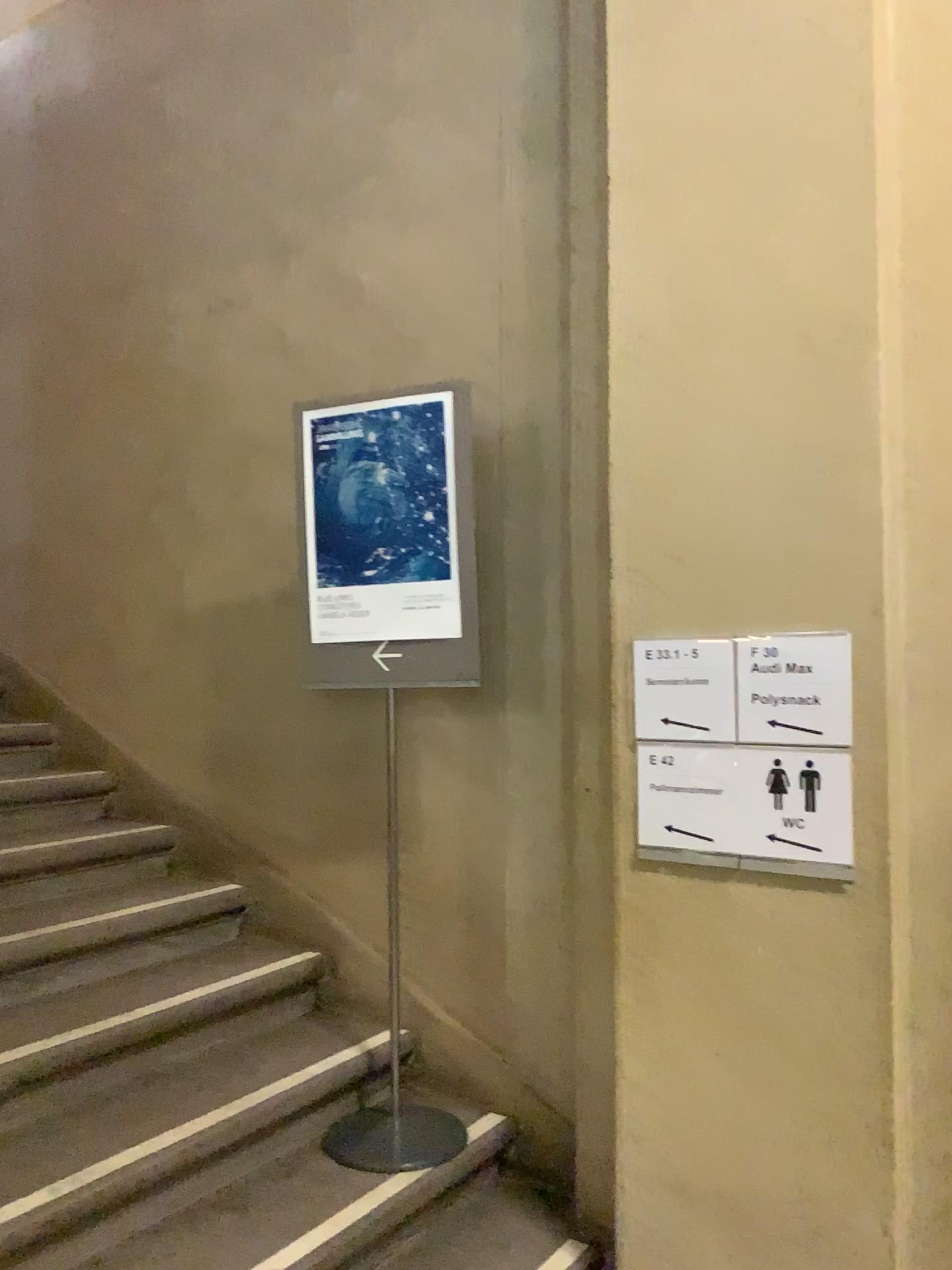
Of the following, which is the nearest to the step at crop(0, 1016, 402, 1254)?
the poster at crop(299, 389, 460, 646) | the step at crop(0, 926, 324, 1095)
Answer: the step at crop(0, 926, 324, 1095)

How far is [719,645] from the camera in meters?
2.1 m

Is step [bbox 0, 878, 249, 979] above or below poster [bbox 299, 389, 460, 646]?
below

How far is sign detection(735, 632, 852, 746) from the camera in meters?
2.0

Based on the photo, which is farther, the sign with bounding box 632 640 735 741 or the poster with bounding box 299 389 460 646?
the poster with bounding box 299 389 460 646

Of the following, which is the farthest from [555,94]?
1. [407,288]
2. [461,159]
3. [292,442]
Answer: [292,442]

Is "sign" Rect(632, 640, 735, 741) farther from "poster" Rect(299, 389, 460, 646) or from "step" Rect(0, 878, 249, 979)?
"step" Rect(0, 878, 249, 979)

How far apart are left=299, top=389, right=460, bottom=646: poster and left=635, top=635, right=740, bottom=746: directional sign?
0.5m

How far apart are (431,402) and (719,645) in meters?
0.9

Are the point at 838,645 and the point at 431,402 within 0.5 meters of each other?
no
